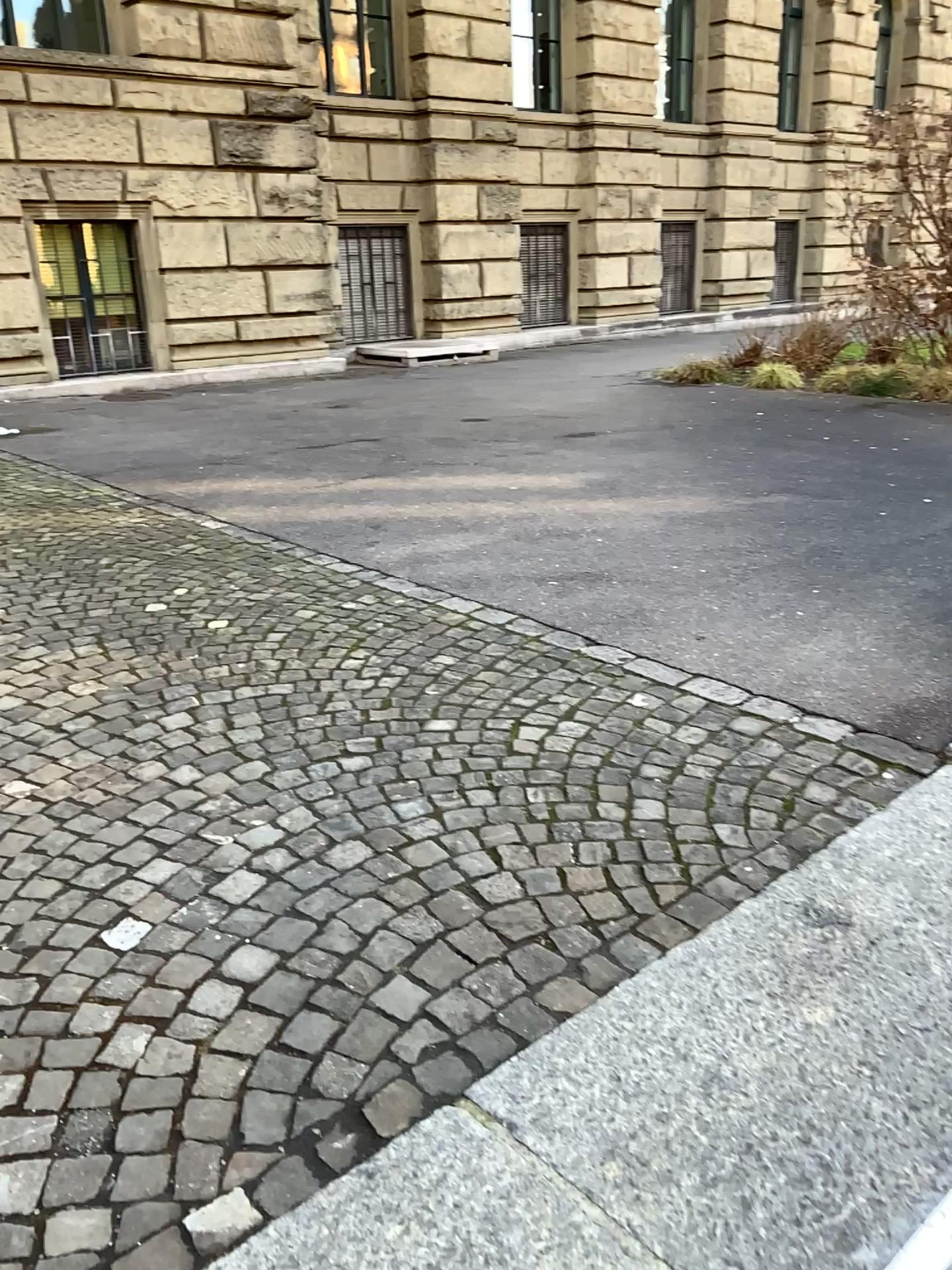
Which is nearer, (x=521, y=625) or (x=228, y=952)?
(x=228, y=952)
